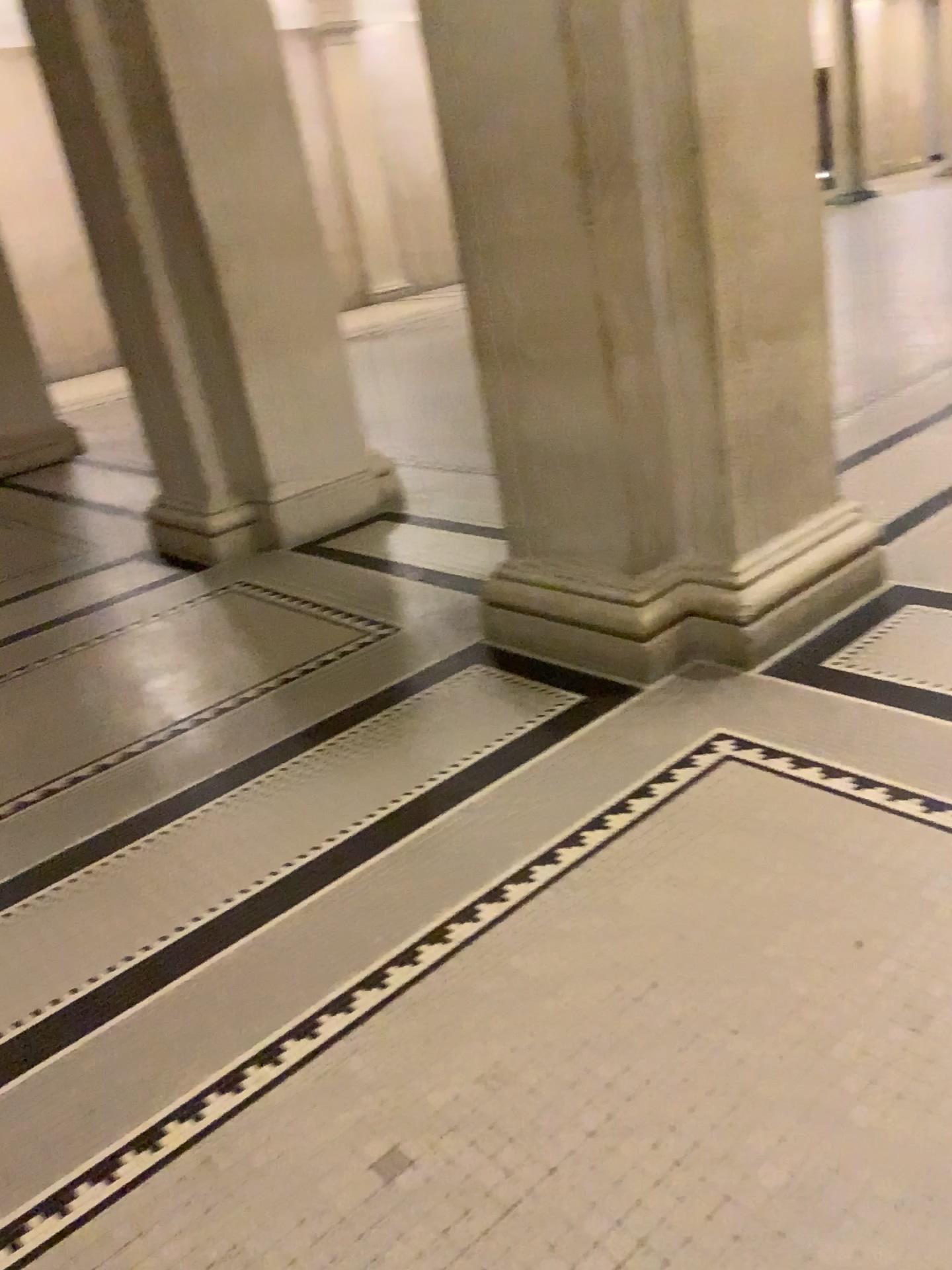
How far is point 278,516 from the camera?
5.0m

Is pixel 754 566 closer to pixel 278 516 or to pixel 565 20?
pixel 565 20

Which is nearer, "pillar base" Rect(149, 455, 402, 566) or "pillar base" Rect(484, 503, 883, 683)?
"pillar base" Rect(484, 503, 883, 683)

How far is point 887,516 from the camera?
3.2 meters

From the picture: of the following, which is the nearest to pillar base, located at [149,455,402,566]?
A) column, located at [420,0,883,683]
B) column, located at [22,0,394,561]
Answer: column, located at [22,0,394,561]

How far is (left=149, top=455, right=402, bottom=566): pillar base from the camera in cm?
498

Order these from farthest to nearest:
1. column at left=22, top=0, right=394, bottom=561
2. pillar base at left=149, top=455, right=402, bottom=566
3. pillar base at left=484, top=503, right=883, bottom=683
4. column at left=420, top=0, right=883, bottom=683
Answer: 1. pillar base at left=149, top=455, right=402, bottom=566
2. column at left=22, top=0, right=394, bottom=561
3. pillar base at left=484, top=503, right=883, bottom=683
4. column at left=420, top=0, right=883, bottom=683

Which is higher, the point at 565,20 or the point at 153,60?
the point at 153,60

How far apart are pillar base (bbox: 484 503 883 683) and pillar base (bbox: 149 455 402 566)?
1.9 meters

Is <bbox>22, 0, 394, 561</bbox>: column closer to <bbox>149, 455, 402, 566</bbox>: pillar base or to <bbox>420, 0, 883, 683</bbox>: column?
<bbox>149, 455, 402, 566</bbox>: pillar base
